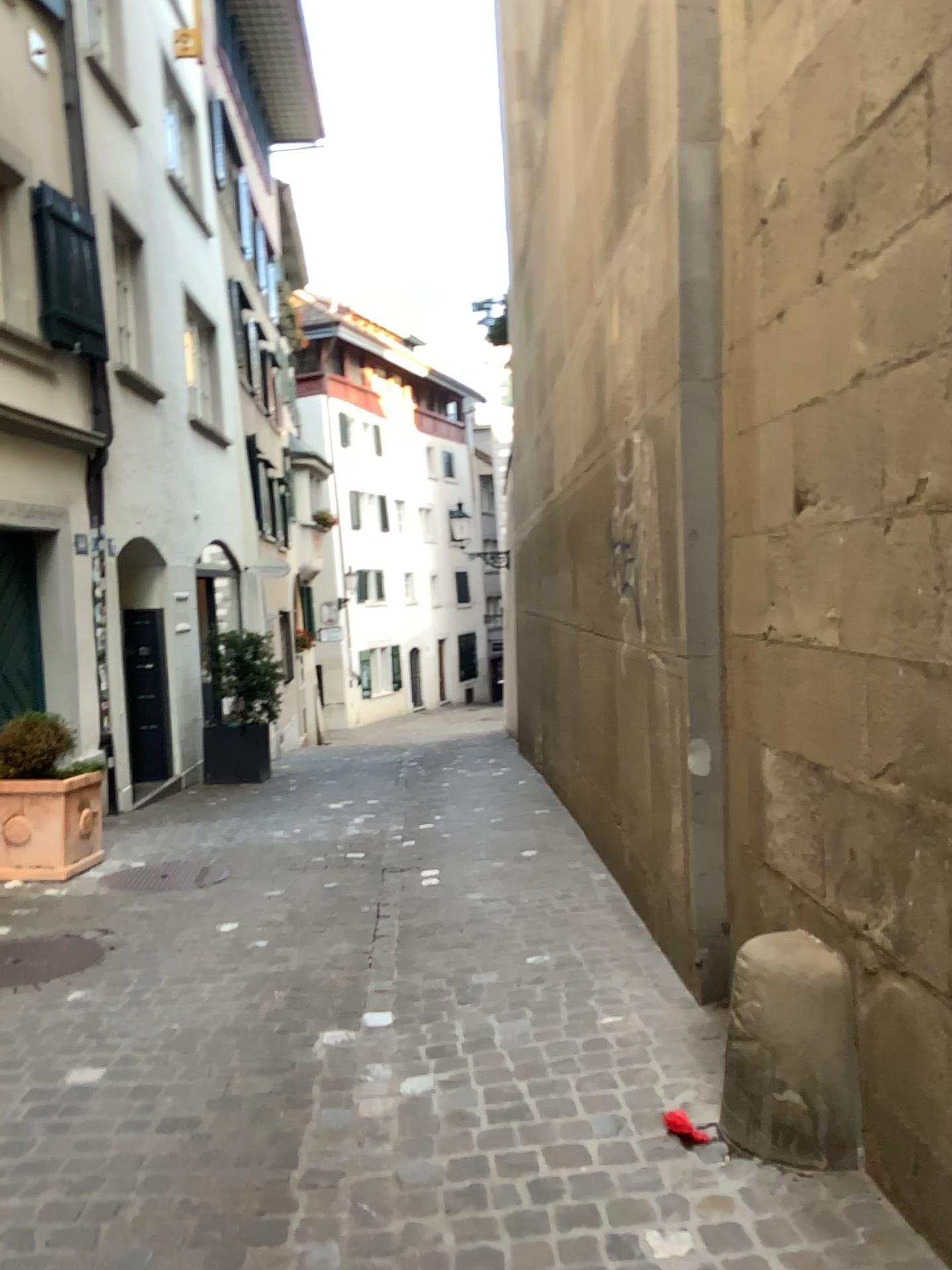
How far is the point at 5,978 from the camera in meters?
4.0

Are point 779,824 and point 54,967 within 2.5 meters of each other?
no

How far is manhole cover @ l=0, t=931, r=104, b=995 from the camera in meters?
4.0 m
